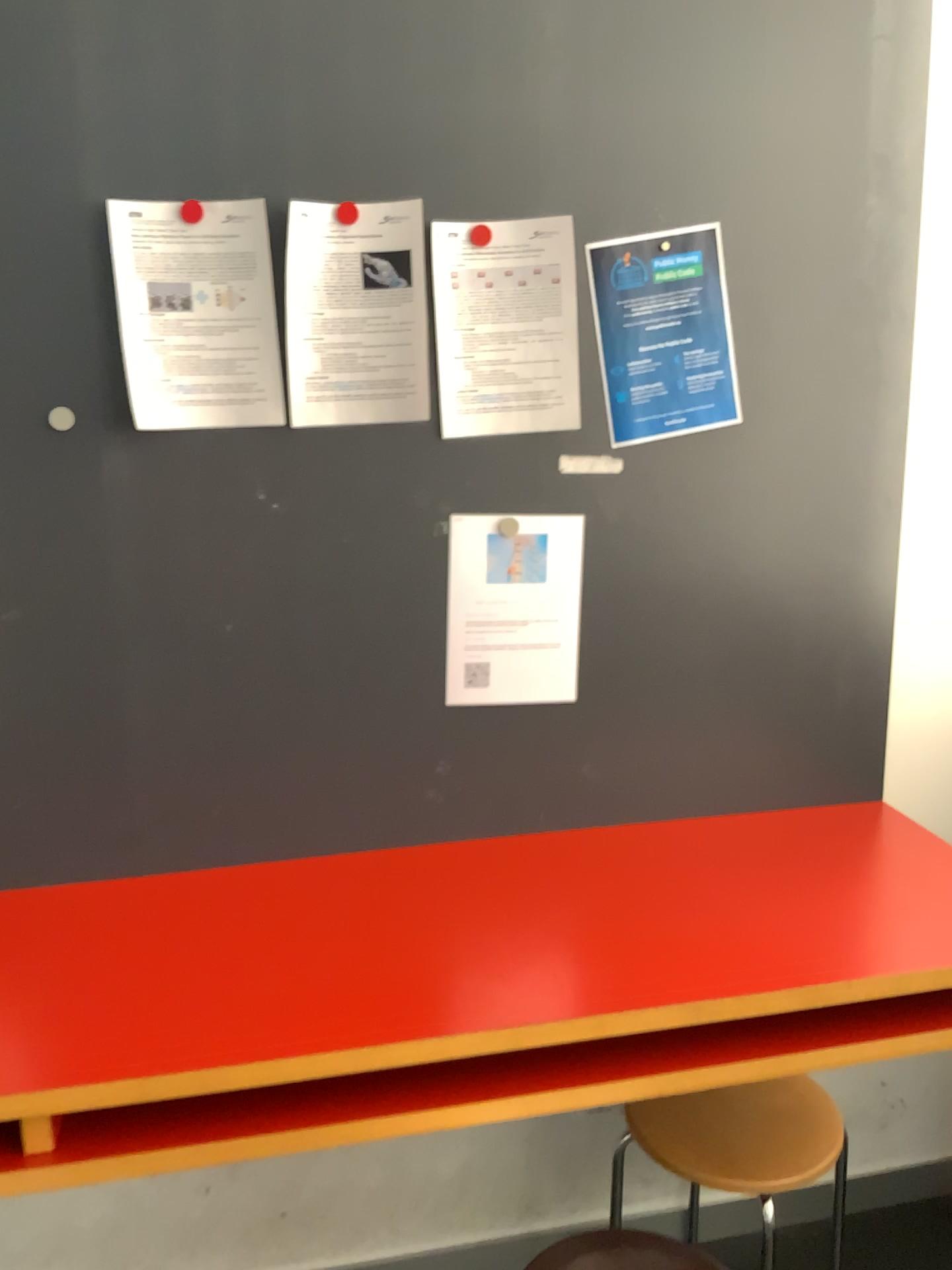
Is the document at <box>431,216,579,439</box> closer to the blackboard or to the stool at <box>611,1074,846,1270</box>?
the blackboard

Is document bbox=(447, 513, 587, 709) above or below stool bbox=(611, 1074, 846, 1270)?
above

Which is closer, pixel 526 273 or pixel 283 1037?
pixel 283 1037

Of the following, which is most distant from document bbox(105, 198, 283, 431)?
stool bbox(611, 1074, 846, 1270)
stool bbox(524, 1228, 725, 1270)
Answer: stool bbox(524, 1228, 725, 1270)

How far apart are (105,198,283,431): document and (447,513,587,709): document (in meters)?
0.29

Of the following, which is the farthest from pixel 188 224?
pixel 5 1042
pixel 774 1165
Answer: pixel 774 1165

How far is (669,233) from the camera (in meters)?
1.58

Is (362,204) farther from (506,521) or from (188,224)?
(506,521)

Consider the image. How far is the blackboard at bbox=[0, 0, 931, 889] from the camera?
1.4 meters

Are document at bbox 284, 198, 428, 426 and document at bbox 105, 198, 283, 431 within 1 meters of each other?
yes
